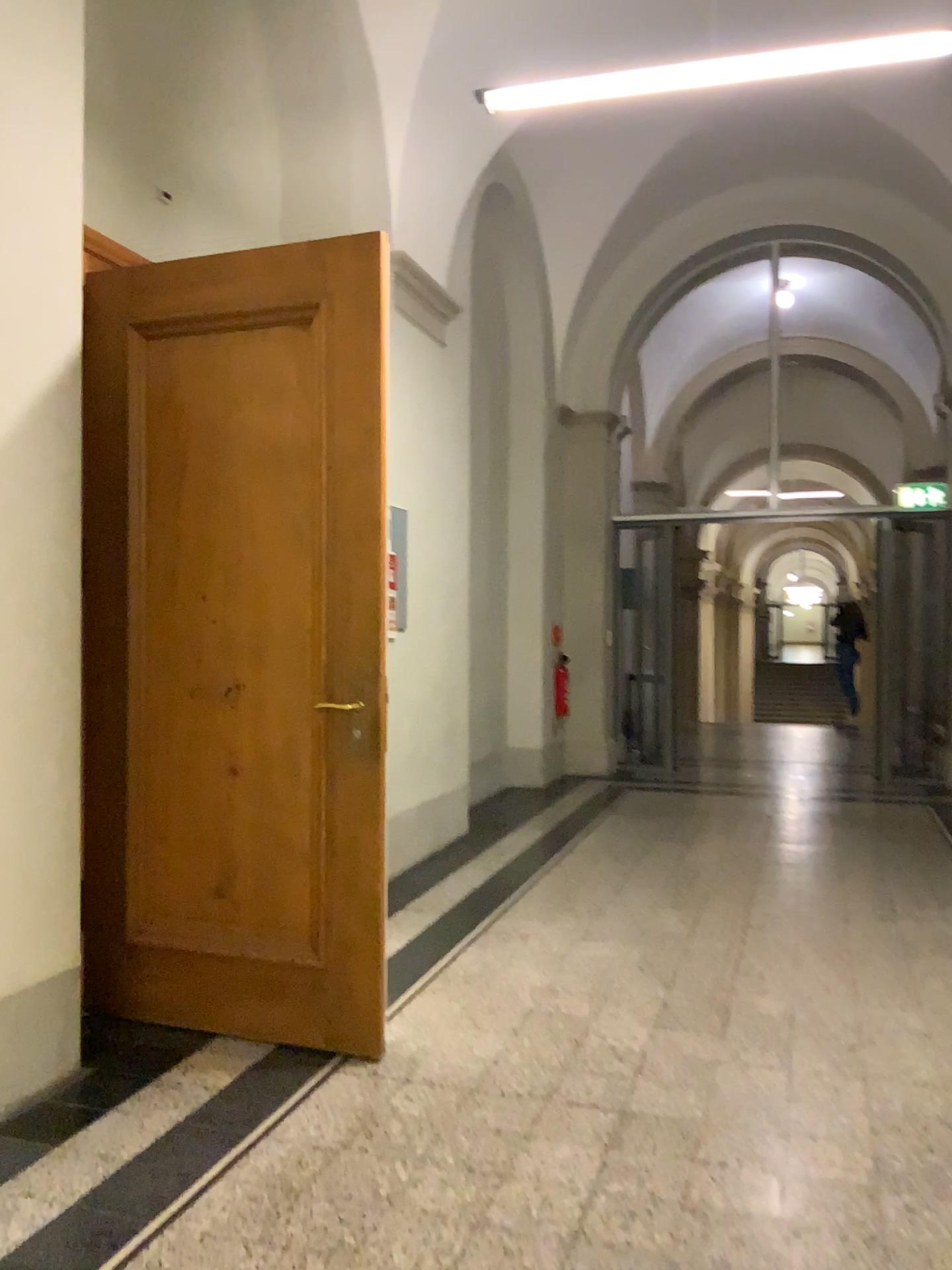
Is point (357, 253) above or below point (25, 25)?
below

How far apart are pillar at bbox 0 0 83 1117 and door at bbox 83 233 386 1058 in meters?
0.4 m

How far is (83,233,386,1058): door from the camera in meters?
3.0 m

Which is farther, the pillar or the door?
the door

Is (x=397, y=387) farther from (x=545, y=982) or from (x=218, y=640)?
(x=545, y=982)

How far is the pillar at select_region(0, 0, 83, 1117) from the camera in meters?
2.7

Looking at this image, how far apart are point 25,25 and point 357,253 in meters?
1.0

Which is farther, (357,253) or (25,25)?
(357,253)
